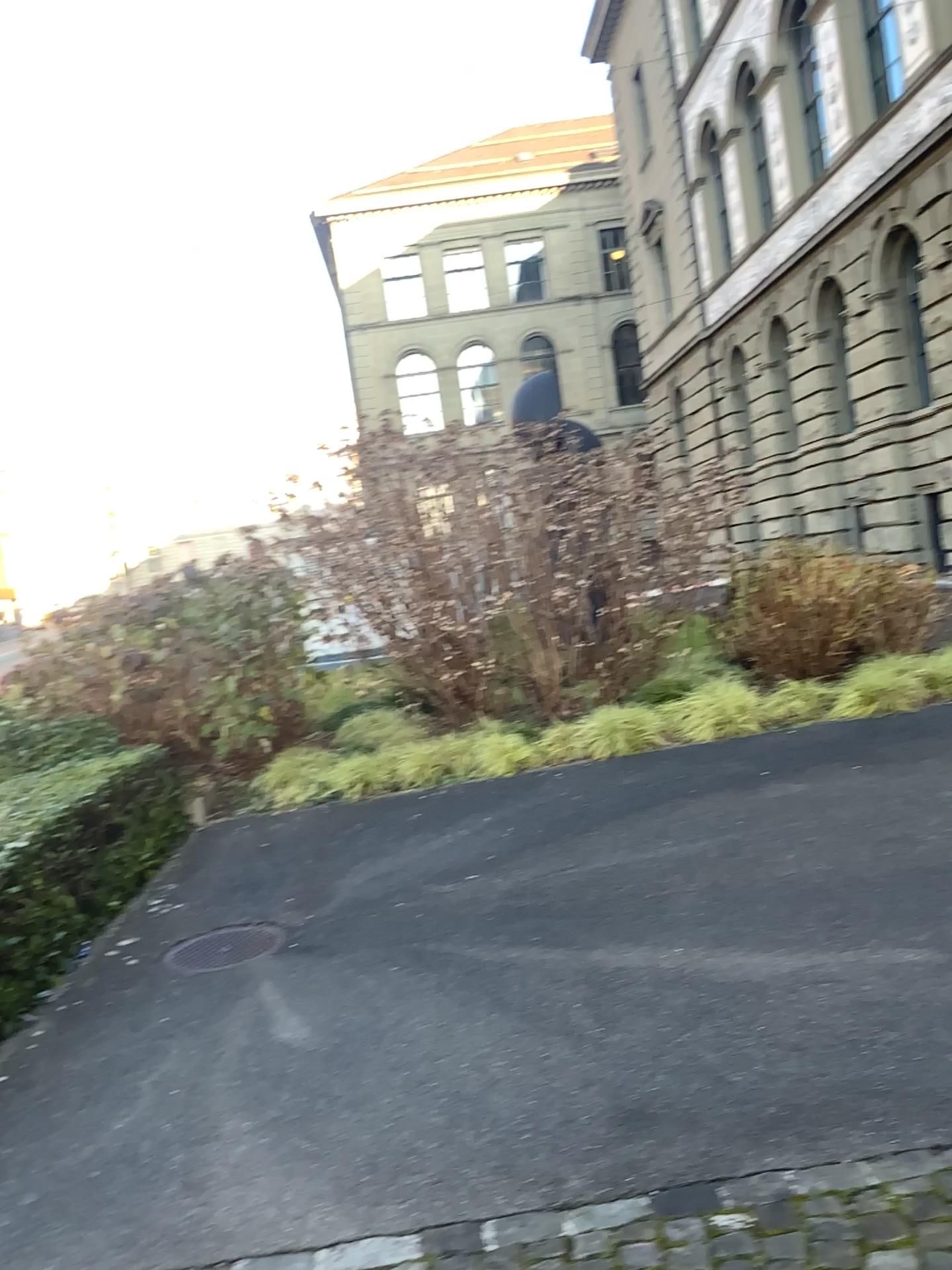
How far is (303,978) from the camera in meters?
4.6 m
